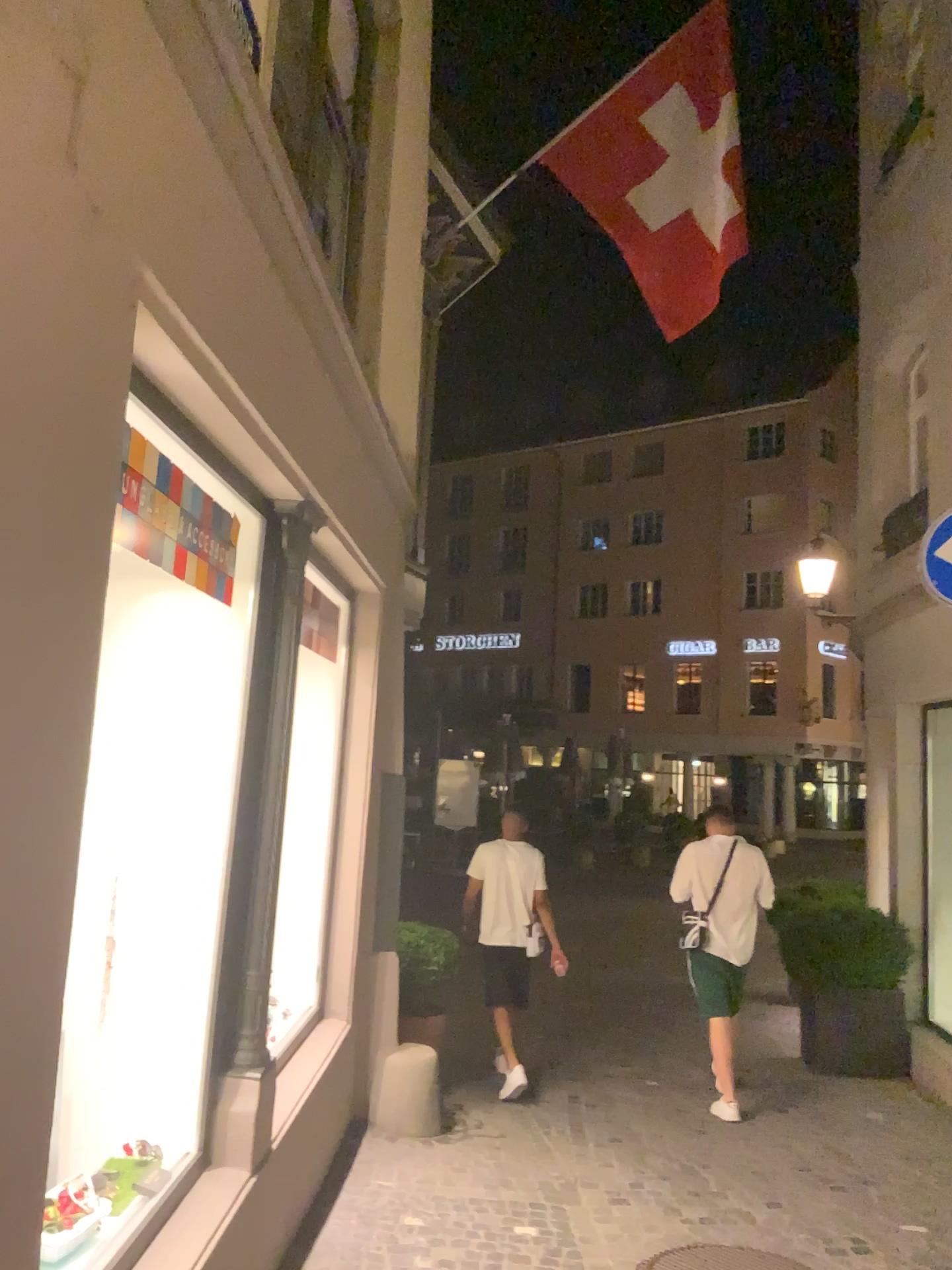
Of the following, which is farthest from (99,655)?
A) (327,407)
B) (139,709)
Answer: (327,407)
